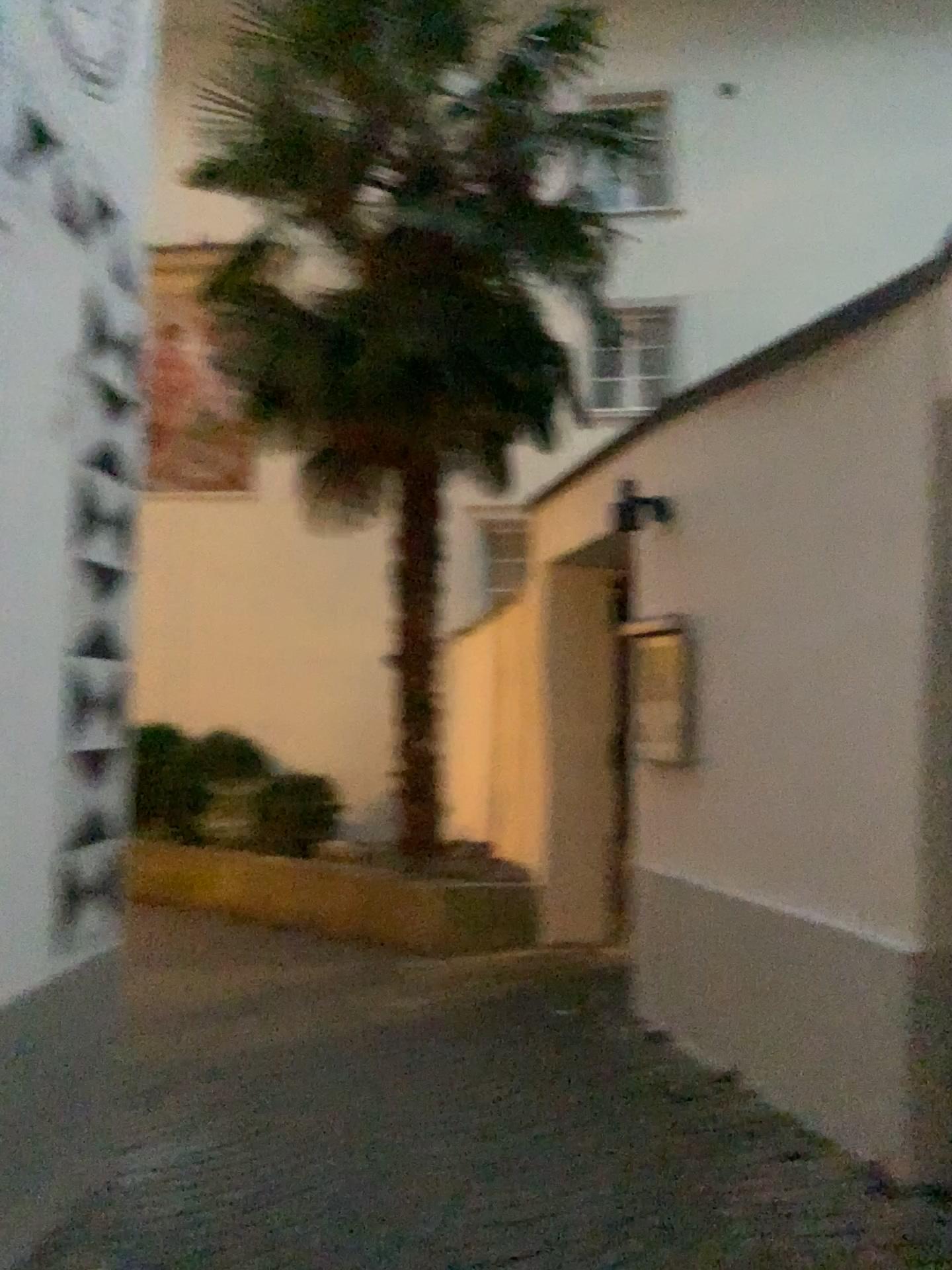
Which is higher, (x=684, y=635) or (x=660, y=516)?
(x=660, y=516)

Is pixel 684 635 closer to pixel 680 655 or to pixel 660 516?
pixel 680 655

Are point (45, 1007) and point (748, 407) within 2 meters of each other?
no

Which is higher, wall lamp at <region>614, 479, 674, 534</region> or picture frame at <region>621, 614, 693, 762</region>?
wall lamp at <region>614, 479, 674, 534</region>

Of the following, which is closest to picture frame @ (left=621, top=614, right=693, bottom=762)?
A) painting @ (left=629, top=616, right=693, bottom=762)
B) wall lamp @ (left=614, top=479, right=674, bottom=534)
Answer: painting @ (left=629, top=616, right=693, bottom=762)

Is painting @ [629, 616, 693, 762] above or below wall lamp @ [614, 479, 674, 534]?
below

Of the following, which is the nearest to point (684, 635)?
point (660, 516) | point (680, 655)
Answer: point (680, 655)

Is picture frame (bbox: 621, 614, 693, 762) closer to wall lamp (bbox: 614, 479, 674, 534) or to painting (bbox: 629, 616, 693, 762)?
painting (bbox: 629, 616, 693, 762)

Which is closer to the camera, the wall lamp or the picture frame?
the picture frame

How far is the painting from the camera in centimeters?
409cm
